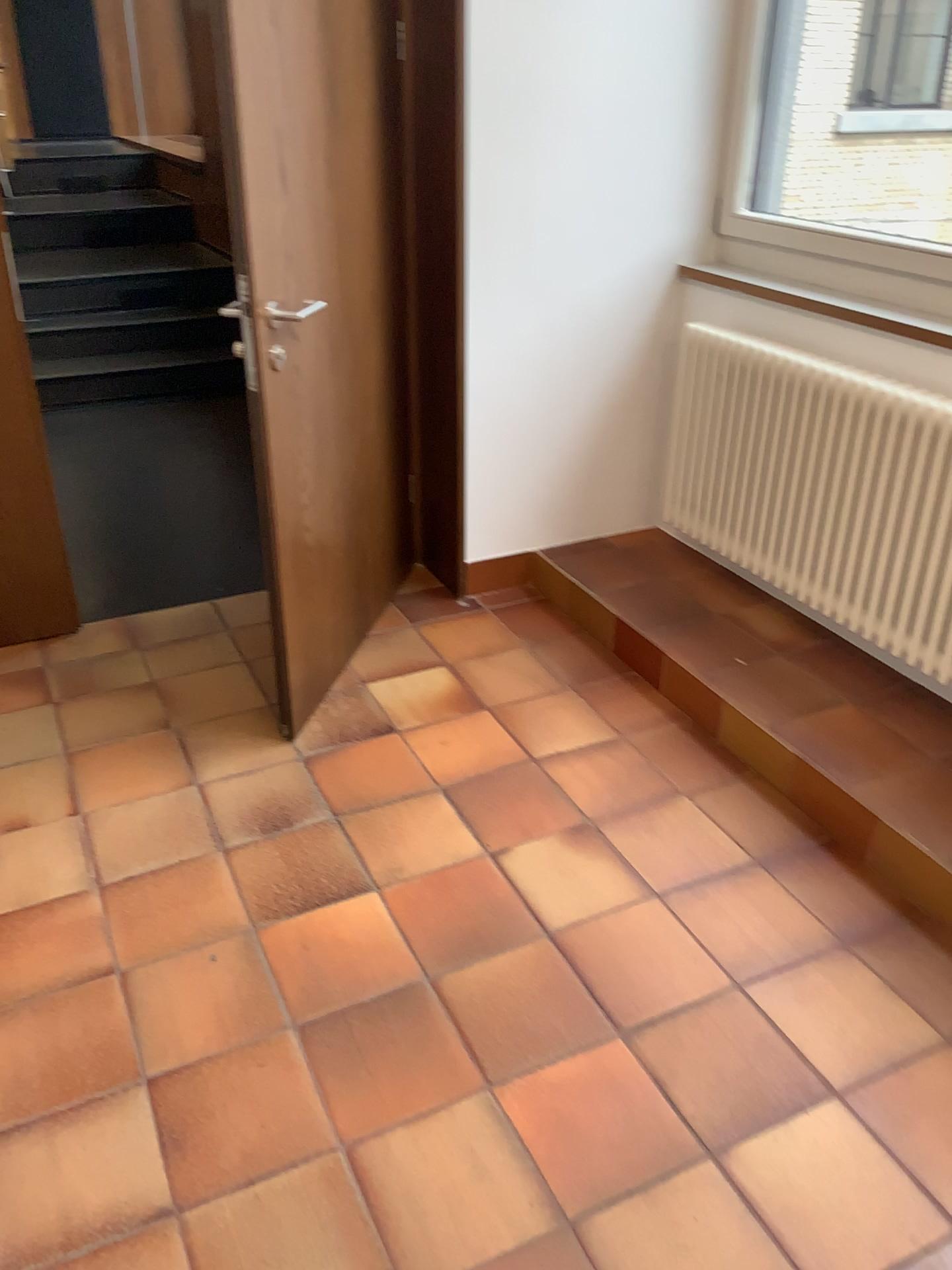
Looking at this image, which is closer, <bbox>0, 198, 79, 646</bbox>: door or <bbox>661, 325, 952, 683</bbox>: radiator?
<bbox>661, 325, 952, 683</bbox>: radiator

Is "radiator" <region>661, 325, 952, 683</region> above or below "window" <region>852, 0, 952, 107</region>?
below

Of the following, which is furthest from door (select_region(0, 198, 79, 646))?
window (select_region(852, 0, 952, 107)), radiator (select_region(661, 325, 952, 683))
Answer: window (select_region(852, 0, 952, 107))

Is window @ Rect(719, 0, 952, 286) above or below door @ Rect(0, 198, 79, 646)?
above

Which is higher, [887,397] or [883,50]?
[883,50]

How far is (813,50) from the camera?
3.0 meters

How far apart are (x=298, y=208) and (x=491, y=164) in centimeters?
77cm

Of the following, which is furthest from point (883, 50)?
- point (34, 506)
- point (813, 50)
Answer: point (34, 506)

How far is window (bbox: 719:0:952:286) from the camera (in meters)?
2.98

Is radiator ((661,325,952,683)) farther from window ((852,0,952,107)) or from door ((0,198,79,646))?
door ((0,198,79,646))
